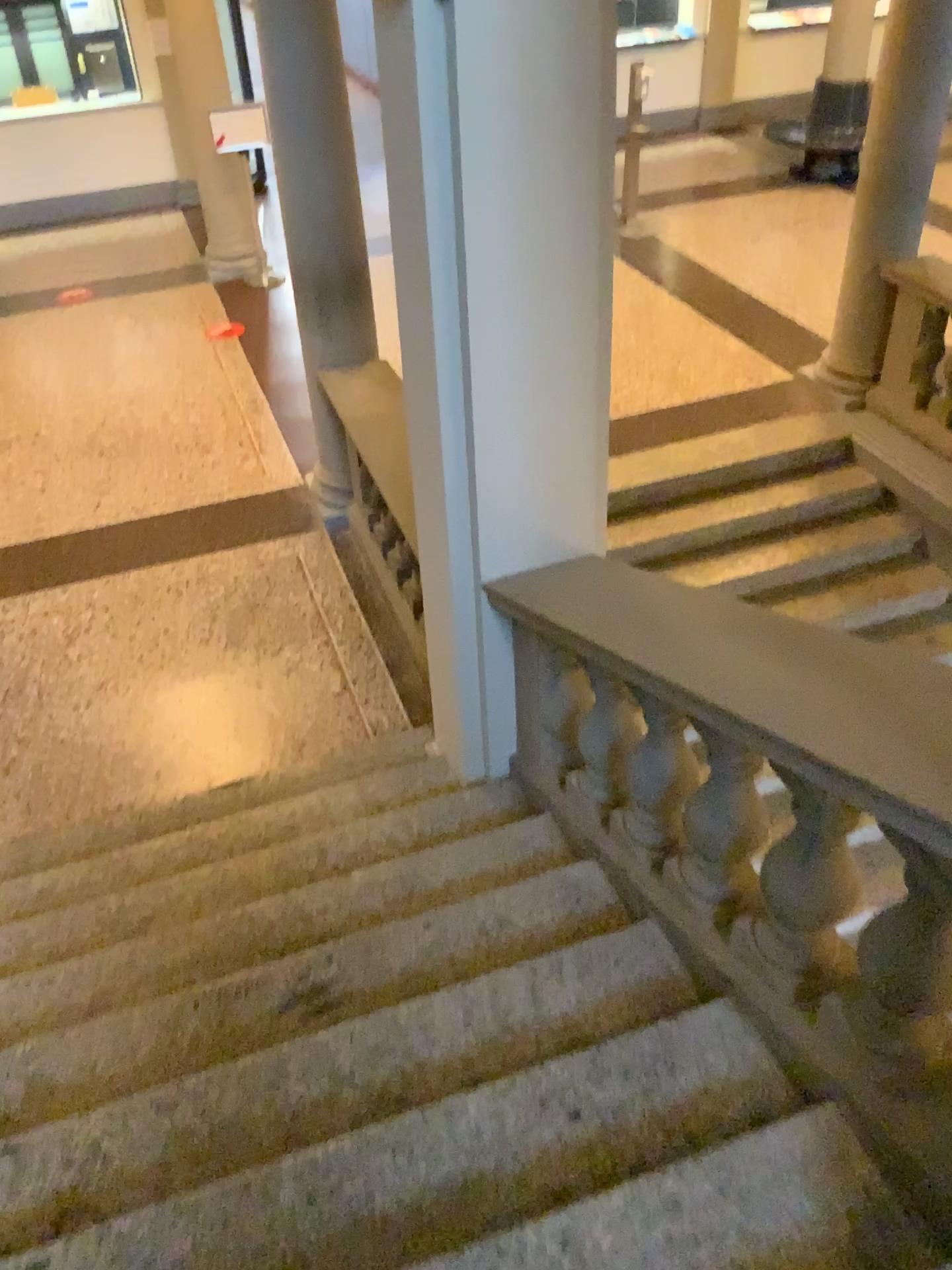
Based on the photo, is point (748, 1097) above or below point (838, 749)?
below

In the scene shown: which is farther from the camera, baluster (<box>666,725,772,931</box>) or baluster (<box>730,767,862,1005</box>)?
baluster (<box>666,725,772,931</box>)

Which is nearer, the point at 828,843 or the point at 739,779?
the point at 828,843

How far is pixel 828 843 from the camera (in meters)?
1.84

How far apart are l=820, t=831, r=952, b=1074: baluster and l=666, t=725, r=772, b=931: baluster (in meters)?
0.36

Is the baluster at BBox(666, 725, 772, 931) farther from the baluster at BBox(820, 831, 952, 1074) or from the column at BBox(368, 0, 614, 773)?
the column at BBox(368, 0, 614, 773)

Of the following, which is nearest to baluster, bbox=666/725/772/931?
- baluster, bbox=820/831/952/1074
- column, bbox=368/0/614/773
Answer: baluster, bbox=820/831/952/1074

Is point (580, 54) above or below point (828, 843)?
above

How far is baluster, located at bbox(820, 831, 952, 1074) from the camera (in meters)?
1.61

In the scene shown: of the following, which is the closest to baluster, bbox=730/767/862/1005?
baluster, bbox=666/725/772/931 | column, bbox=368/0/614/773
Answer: baluster, bbox=666/725/772/931
